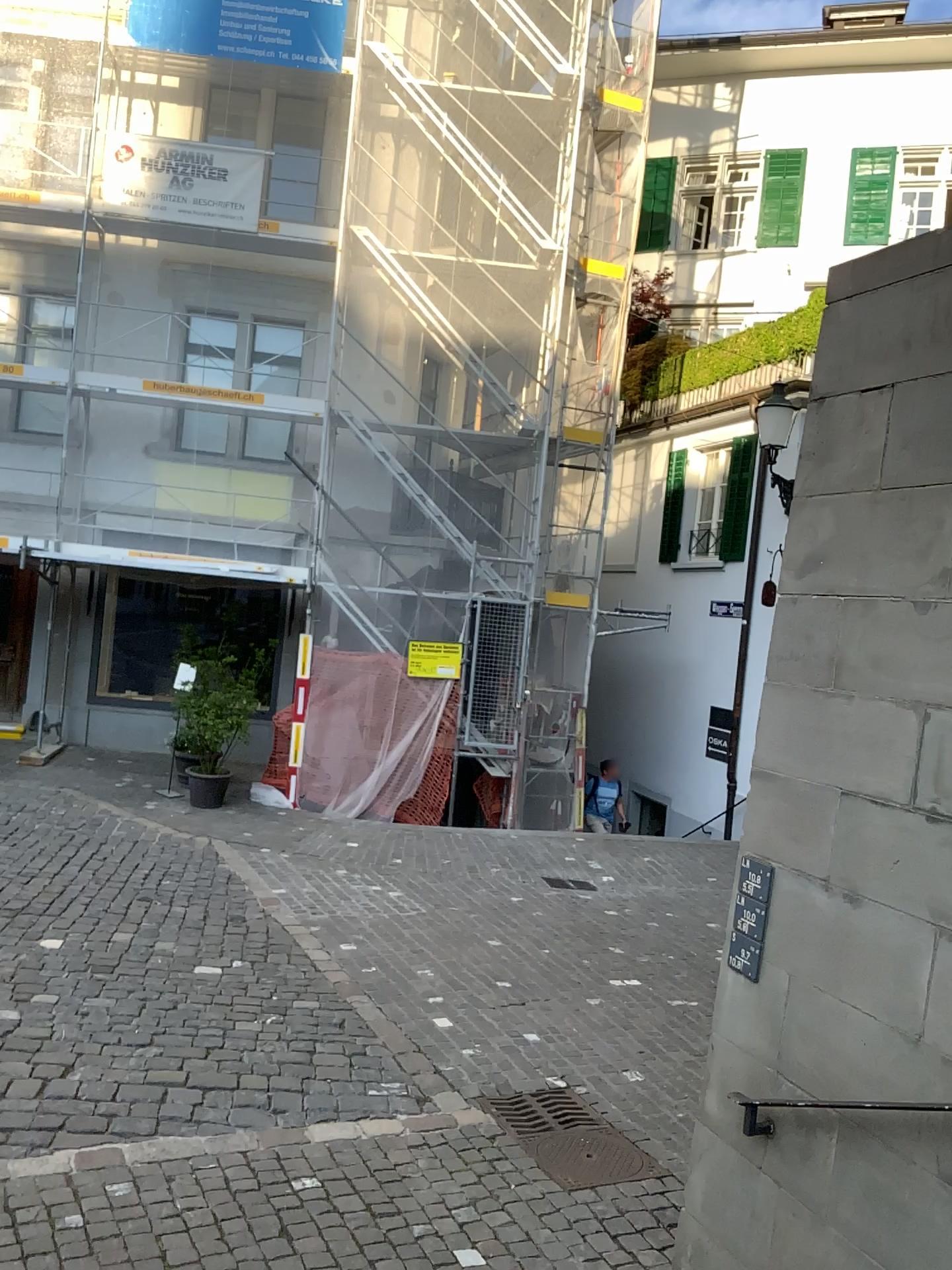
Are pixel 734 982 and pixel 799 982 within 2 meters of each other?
yes
